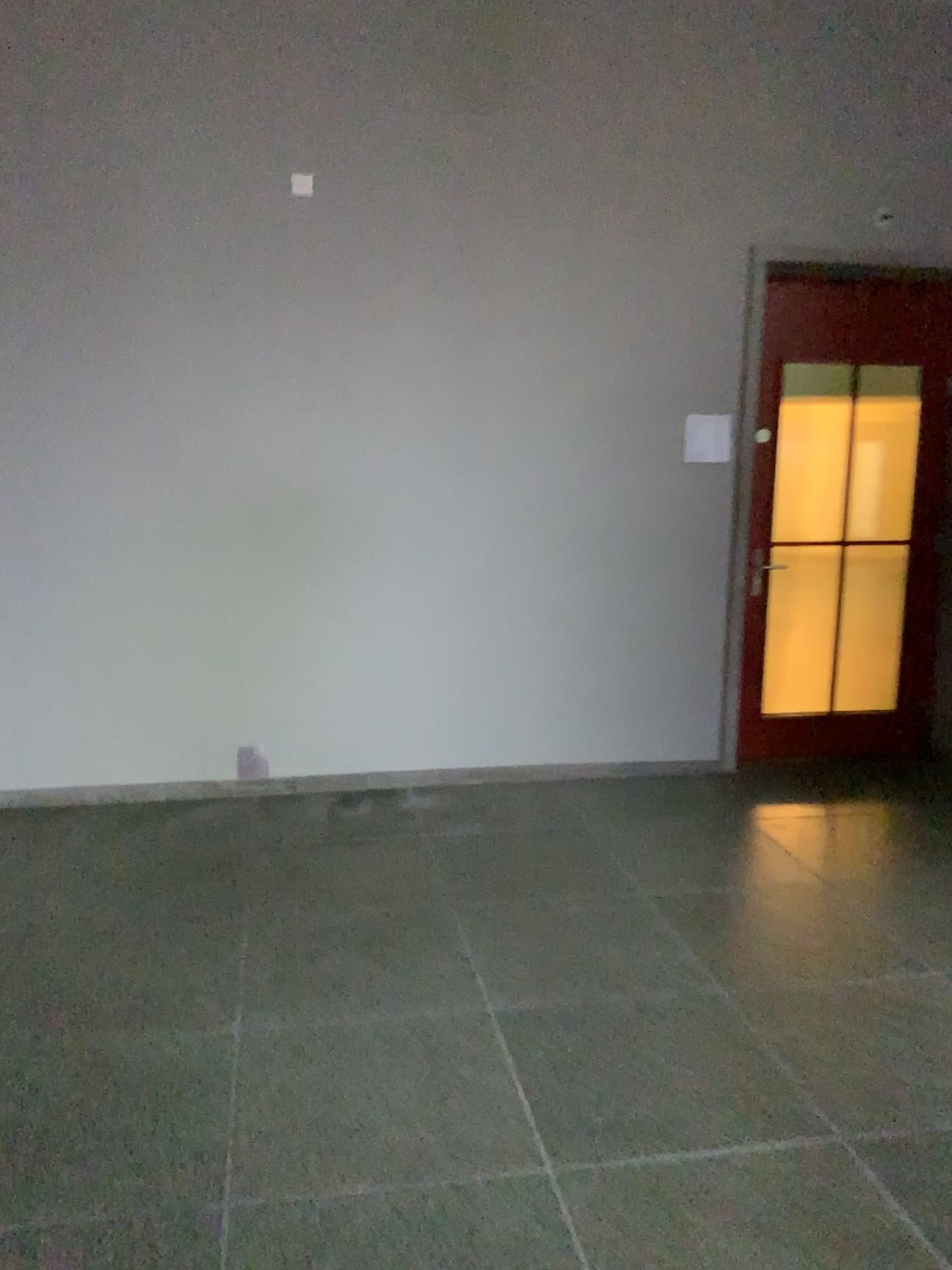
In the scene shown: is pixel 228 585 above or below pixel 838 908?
above

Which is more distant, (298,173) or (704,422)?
(704,422)

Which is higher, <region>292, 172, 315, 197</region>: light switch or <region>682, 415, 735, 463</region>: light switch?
<region>292, 172, 315, 197</region>: light switch

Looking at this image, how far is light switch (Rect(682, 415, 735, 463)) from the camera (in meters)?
4.87

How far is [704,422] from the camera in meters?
4.9

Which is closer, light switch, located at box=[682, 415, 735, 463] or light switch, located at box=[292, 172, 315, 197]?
light switch, located at box=[292, 172, 315, 197]

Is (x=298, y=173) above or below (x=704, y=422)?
above
